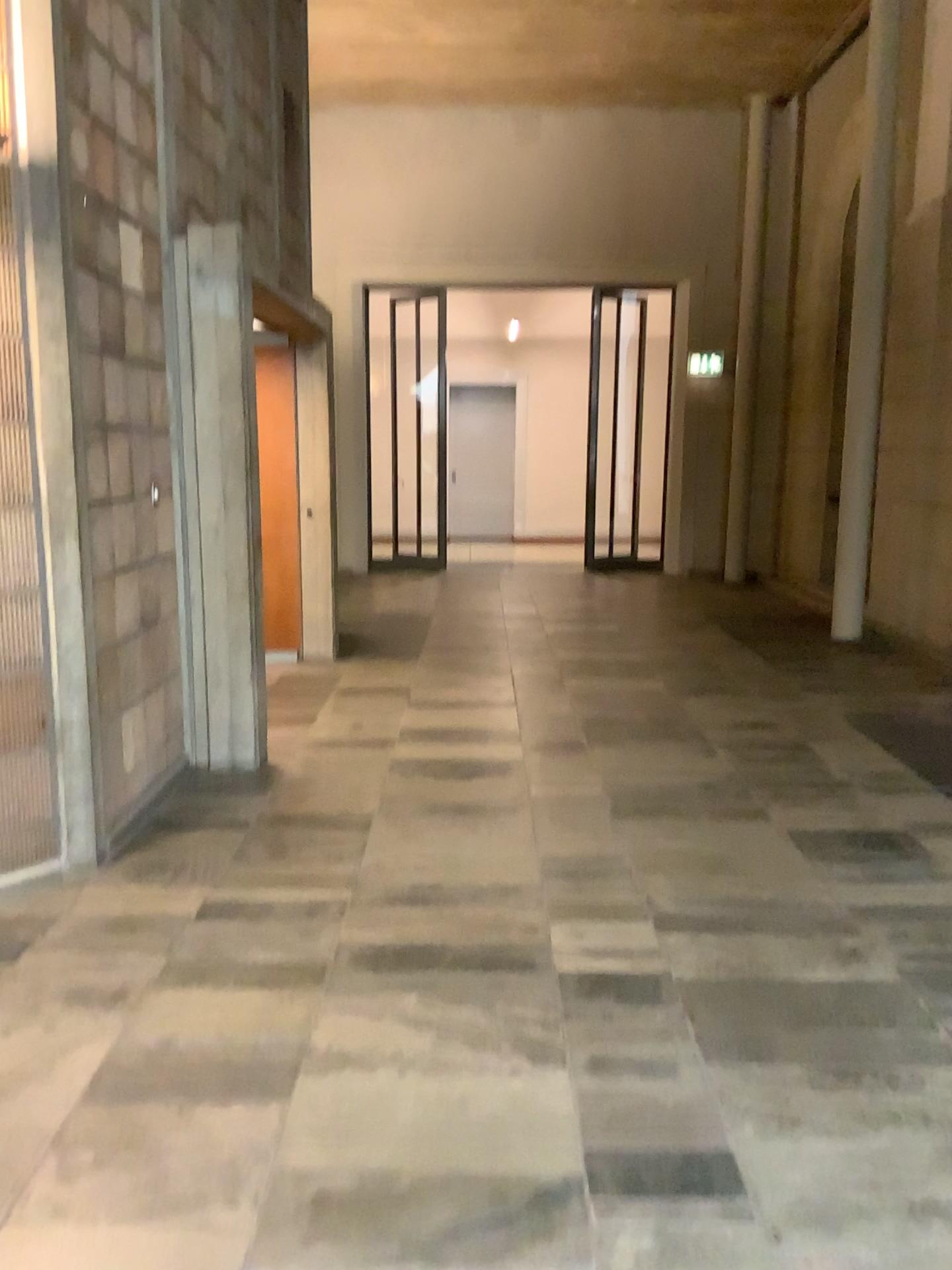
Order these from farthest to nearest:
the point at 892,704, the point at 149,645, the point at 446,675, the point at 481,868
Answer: the point at 446,675 → the point at 892,704 → the point at 149,645 → the point at 481,868
